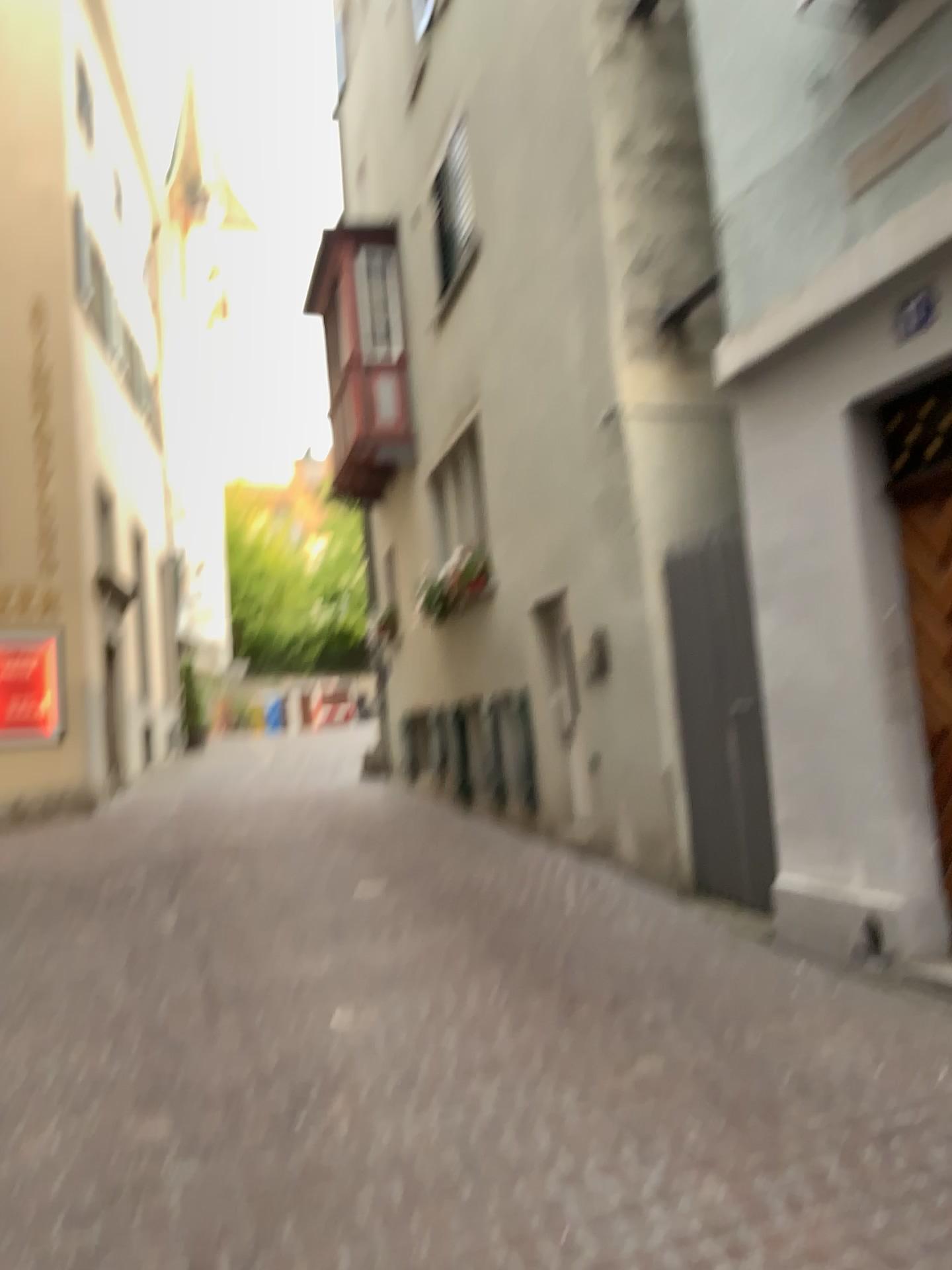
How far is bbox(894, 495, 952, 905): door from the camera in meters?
4.3

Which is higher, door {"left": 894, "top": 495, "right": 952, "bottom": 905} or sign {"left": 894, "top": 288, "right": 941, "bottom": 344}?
sign {"left": 894, "top": 288, "right": 941, "bottom": 344}

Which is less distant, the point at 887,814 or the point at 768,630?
the point at 887,814

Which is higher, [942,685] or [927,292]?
[927,292]

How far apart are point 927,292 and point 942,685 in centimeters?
154cm

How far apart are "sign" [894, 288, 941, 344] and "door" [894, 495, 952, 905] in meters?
0.7

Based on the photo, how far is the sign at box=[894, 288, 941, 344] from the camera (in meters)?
4.16

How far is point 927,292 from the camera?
4.2 meters
